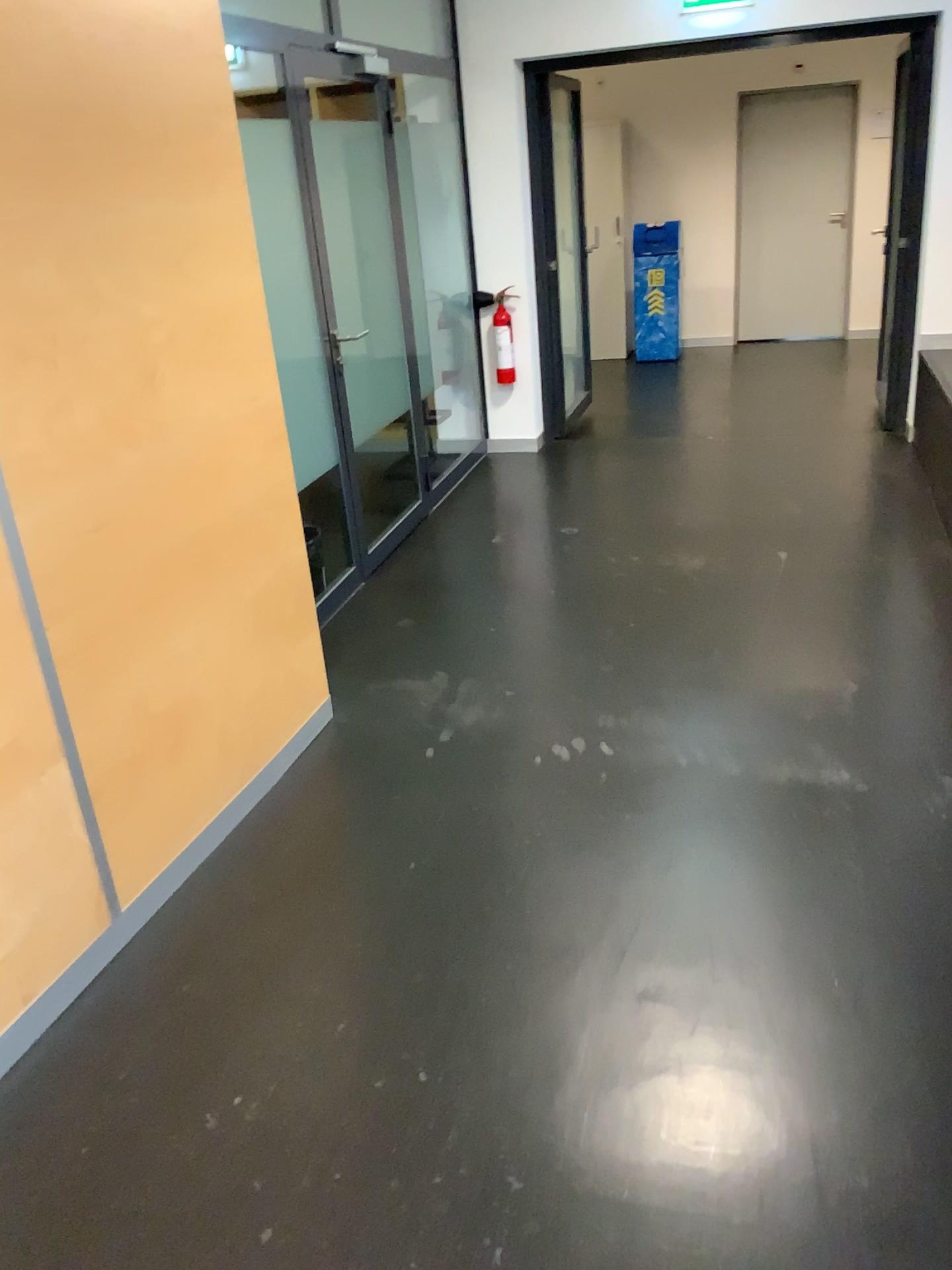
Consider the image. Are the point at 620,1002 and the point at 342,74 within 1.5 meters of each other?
no
